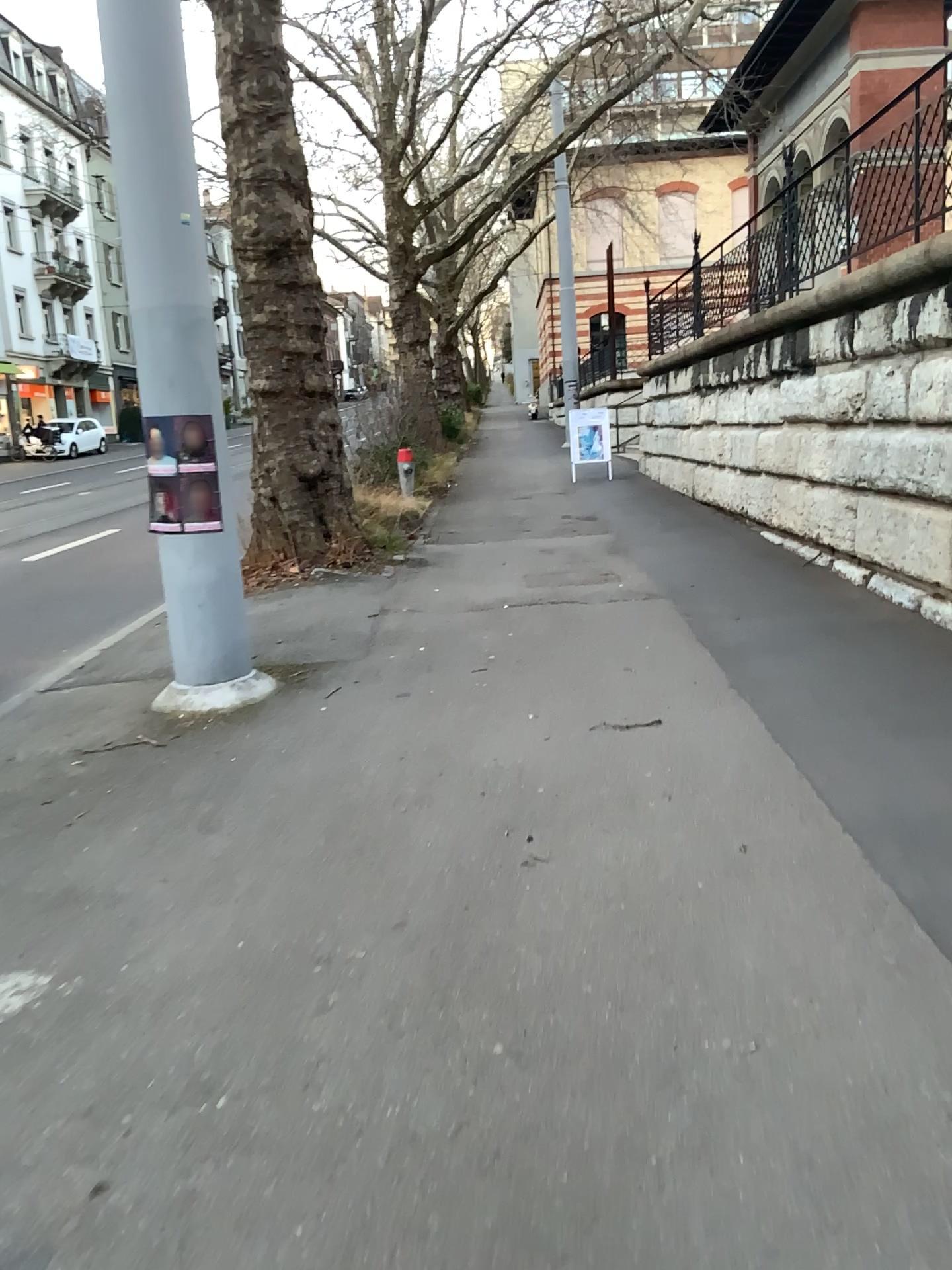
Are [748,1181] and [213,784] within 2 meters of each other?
no
